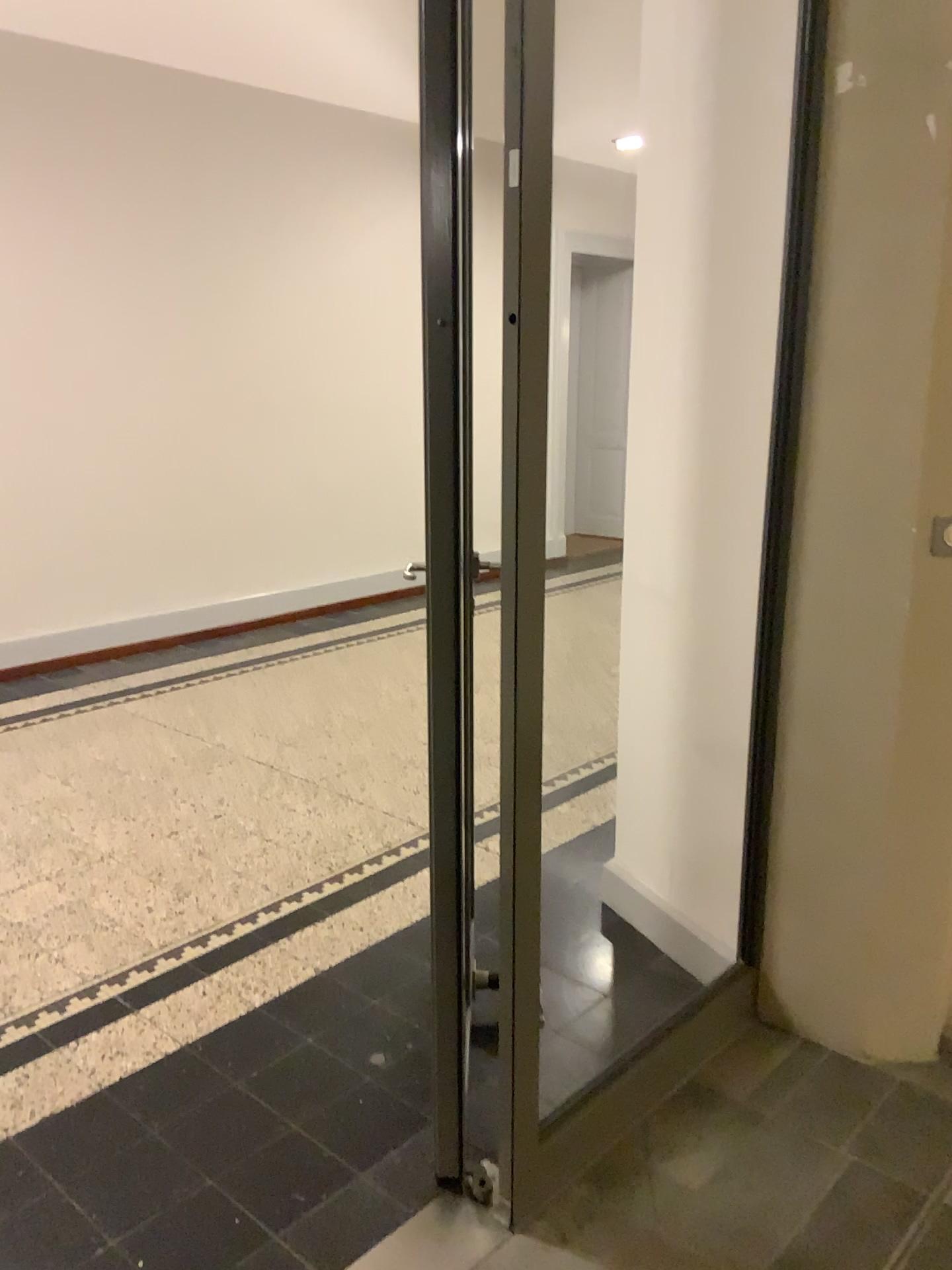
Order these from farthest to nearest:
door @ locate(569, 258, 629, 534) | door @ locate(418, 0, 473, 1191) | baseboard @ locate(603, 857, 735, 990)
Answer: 1. door @ locate(569, 258, 629, 534)
2. baseboard @ locate(603, 857, 735, 990)
3. door @ locate(418, 0, 473, 1191)

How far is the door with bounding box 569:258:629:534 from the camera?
3.9 meters

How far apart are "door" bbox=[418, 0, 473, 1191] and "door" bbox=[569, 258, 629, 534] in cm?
242

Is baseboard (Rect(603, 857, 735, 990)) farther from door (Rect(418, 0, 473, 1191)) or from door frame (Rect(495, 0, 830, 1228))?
door (Rect(418, 0, 473, 1191))

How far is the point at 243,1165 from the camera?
2.01m

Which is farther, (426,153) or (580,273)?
(580,273)

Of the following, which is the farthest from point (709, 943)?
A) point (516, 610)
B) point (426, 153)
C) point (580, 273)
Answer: point (580, 273)

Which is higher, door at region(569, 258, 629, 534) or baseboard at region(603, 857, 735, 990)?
door at region(569, 258, 629, 534)

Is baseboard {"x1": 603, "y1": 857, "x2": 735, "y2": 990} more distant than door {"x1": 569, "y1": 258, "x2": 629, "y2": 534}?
No

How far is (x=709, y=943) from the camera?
2.61m
